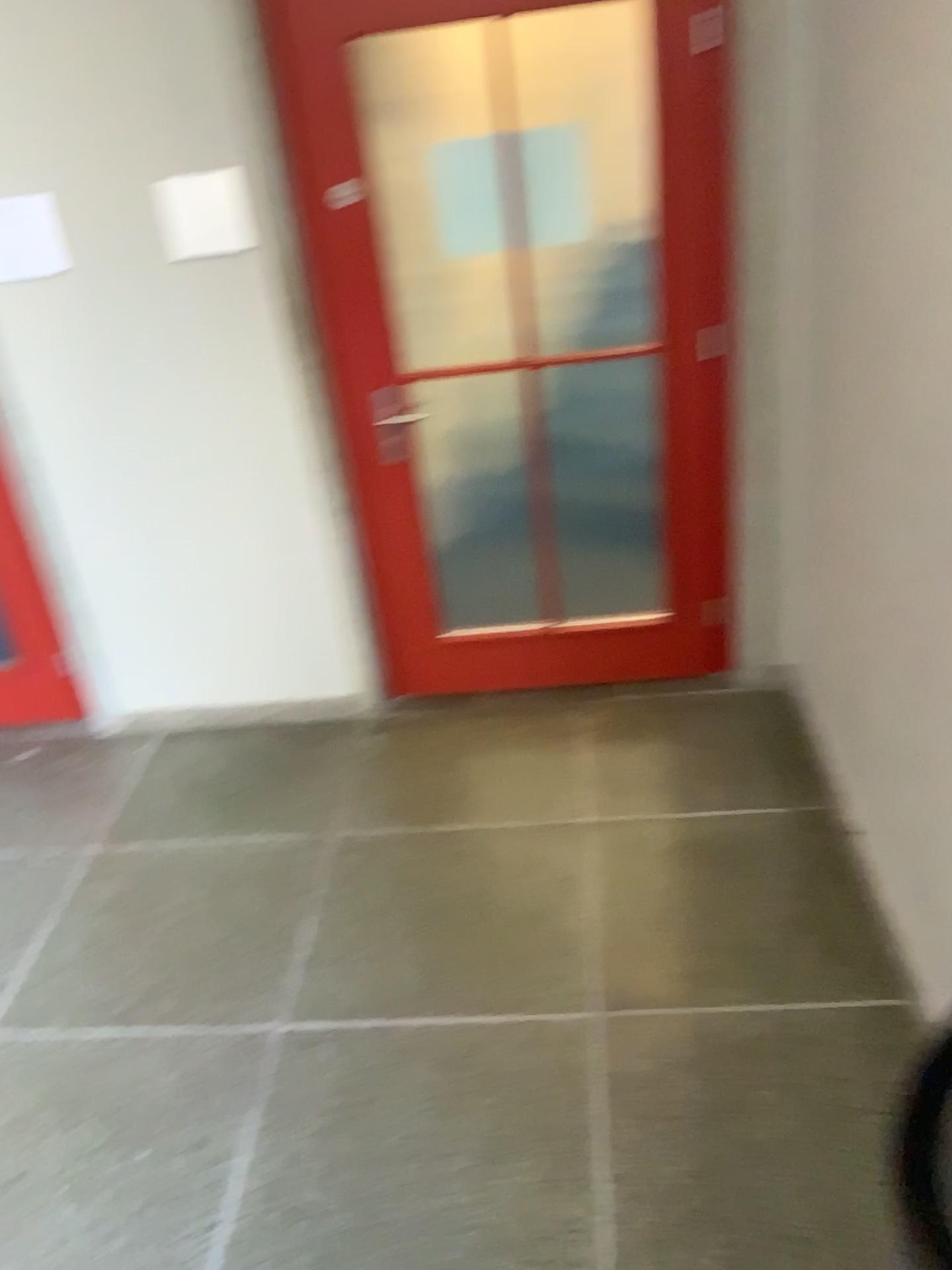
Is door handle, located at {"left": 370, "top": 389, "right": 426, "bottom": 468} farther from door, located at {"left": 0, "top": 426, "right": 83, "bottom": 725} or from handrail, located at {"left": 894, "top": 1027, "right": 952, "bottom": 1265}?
handrail, located at {"left": 894, "top": 1027, "right": 952, "bottom": 1265}

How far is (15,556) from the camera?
3.4m

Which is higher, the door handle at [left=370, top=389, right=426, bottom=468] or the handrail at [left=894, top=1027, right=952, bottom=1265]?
the door handle at [left=370, top=389, right=426, bottom=468]

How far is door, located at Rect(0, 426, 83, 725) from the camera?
3.4 meters

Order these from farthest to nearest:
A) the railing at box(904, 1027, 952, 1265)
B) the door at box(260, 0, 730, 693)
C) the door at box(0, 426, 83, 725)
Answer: the door at box(0, 426, 83, 725) < the door at box(260, 0, 730, 693) < the railing at box(904, 1027, 952, 1265)

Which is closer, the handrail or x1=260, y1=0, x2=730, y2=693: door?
the handrail

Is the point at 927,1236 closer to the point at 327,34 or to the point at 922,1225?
the point at 922,1225

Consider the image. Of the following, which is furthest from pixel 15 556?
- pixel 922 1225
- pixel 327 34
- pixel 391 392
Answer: pixel 922 1225

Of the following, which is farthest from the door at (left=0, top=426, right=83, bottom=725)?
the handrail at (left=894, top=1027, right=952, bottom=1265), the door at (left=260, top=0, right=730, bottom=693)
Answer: the handrail at (left=894, top=1027, right=952, bottom=1265)

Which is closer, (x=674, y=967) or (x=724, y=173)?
(x=674, y=967)
